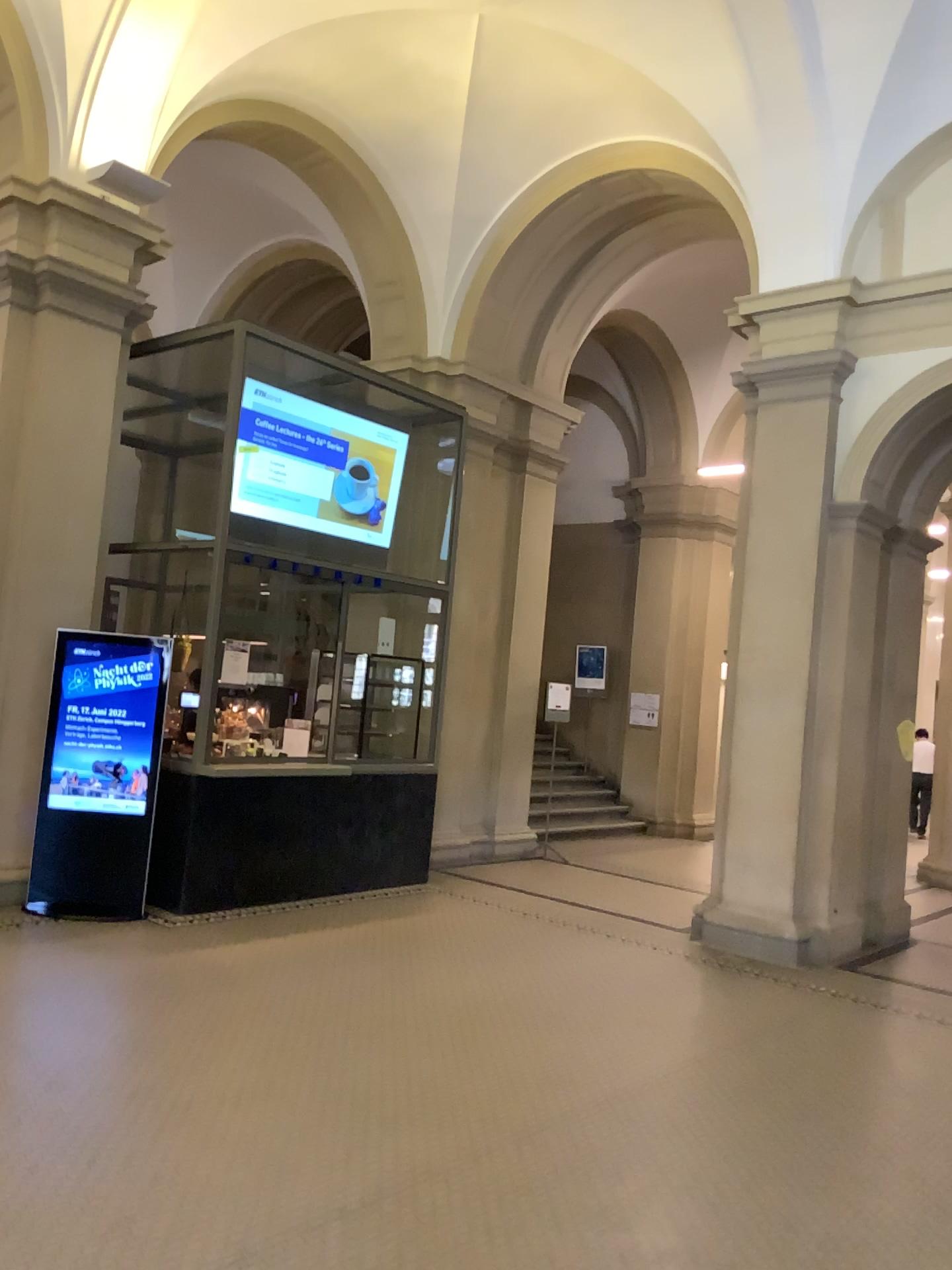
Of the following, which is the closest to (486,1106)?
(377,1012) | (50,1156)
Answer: (377,1012)
